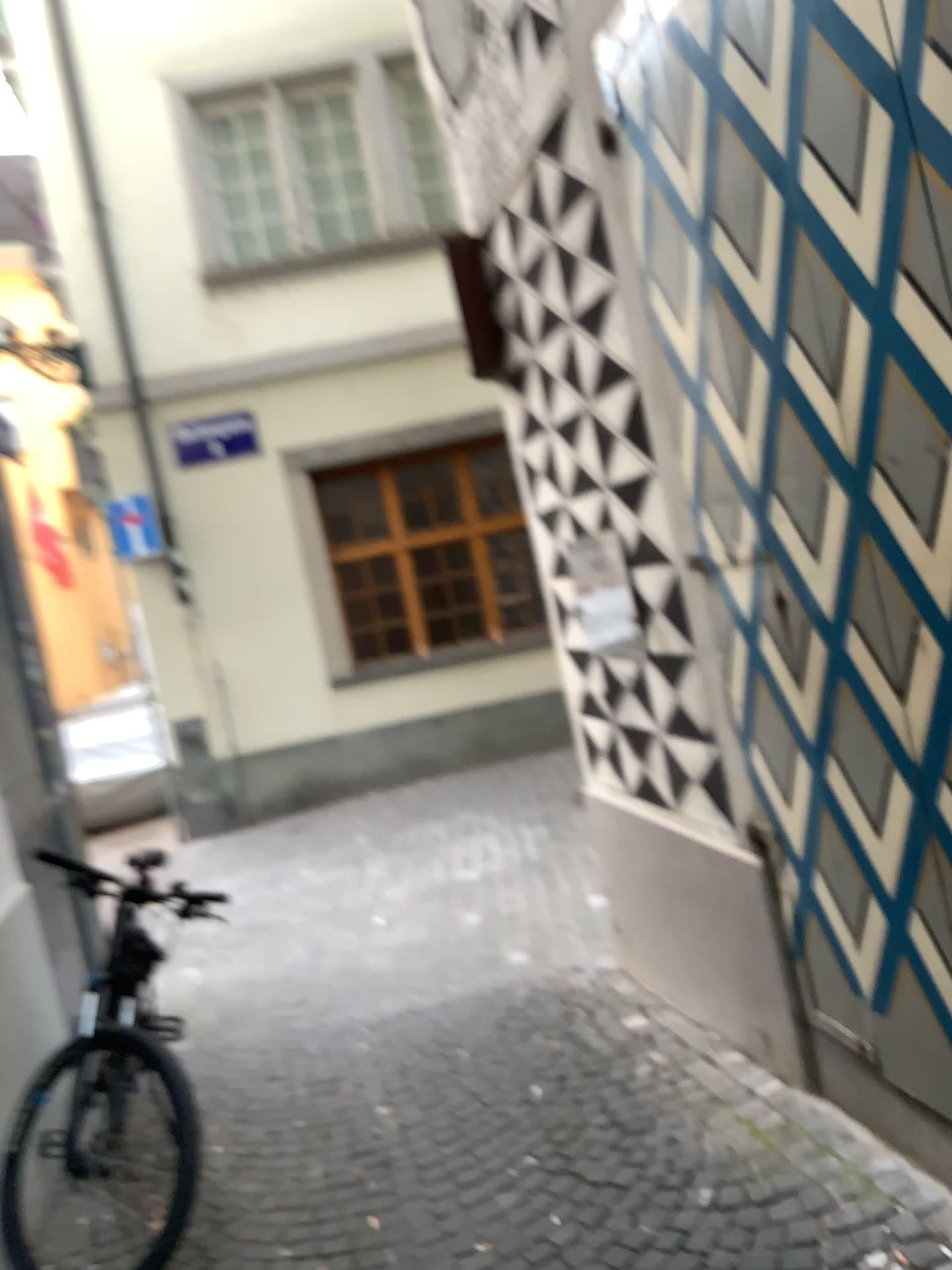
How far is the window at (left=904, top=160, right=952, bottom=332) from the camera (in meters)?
1.68

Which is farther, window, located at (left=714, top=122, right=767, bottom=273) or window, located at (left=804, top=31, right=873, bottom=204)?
window, located at (left=714, top=122, right=767, bottom=273)

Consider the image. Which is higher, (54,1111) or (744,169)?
(744,169)

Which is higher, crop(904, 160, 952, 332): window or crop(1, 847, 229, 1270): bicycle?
crop(904, 160, 952, 332): window

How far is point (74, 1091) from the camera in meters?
2.7

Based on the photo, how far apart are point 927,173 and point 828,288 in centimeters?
33cm

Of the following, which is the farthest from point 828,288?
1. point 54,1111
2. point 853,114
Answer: point 54,1111

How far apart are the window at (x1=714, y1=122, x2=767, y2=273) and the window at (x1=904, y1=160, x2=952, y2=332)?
0.5m

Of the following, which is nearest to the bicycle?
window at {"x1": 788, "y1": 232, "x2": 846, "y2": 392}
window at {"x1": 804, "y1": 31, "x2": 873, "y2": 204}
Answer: window at {"x1": 788, "y1": 232, "x2": 846, "y2": 392}

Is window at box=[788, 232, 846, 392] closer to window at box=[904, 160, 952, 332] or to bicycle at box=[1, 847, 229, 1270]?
window at box=[904, 160, 952, 332]
